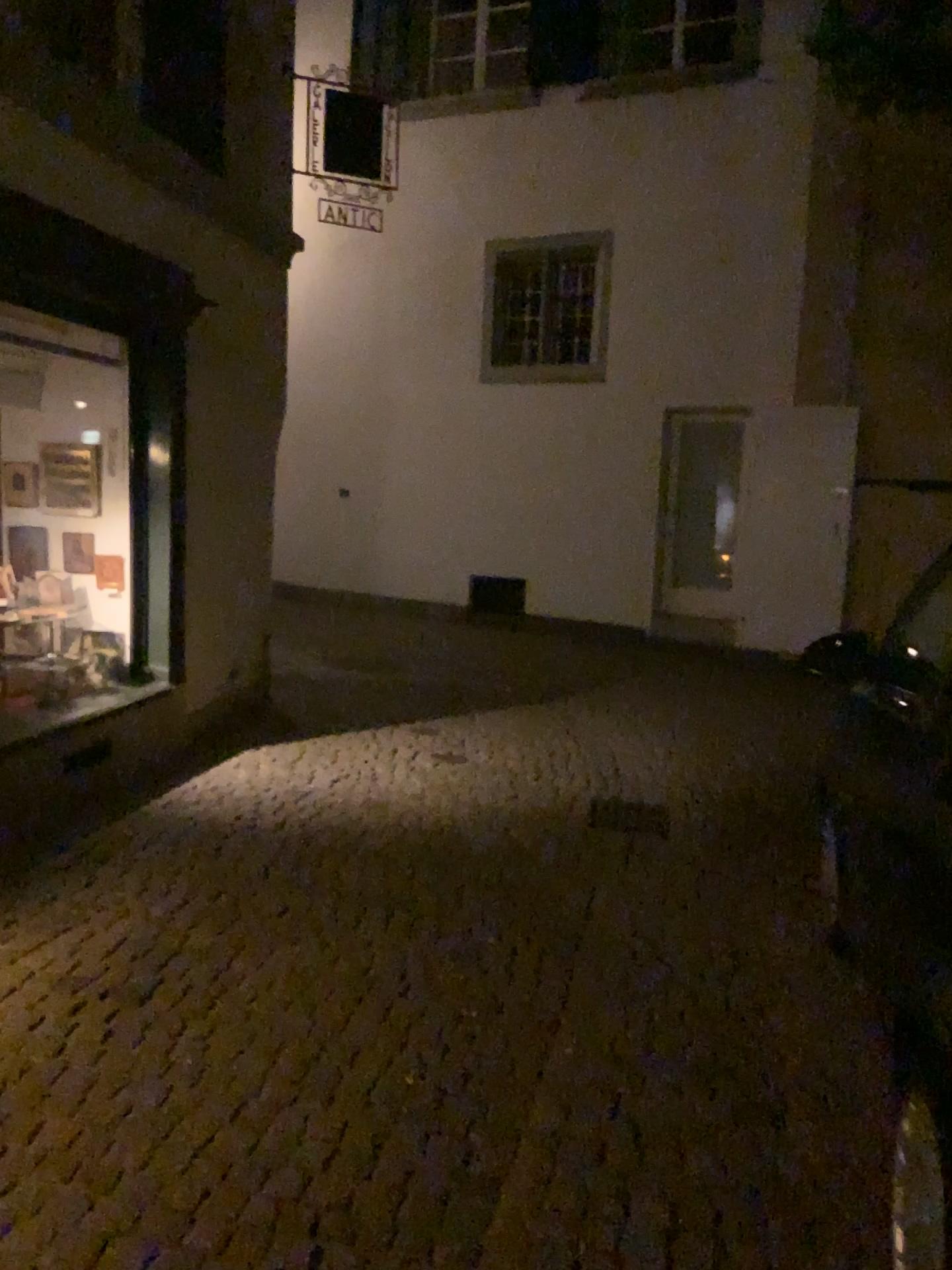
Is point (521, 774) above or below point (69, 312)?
below
